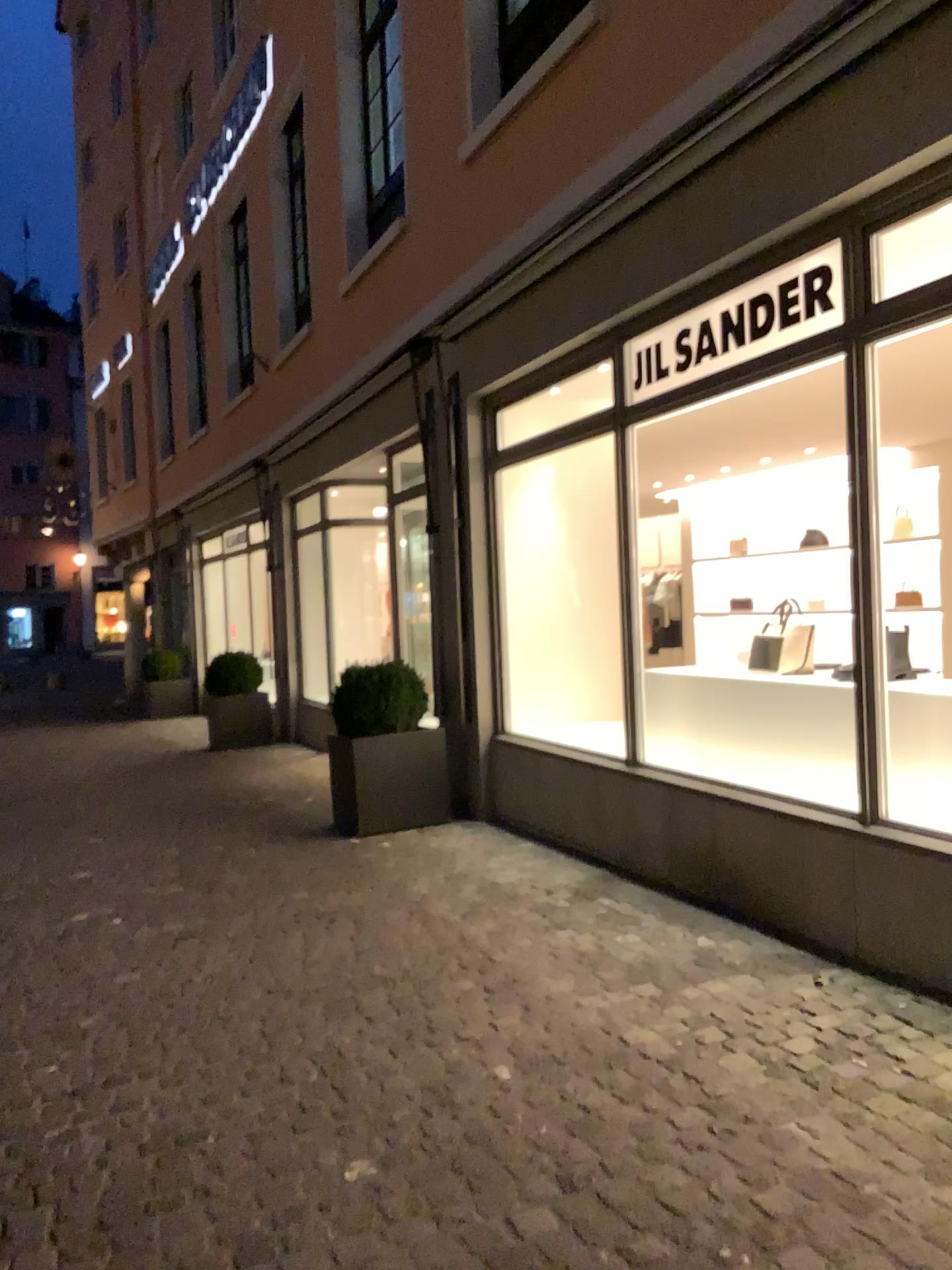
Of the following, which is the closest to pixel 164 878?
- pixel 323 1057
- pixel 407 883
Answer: pixel 407 883
